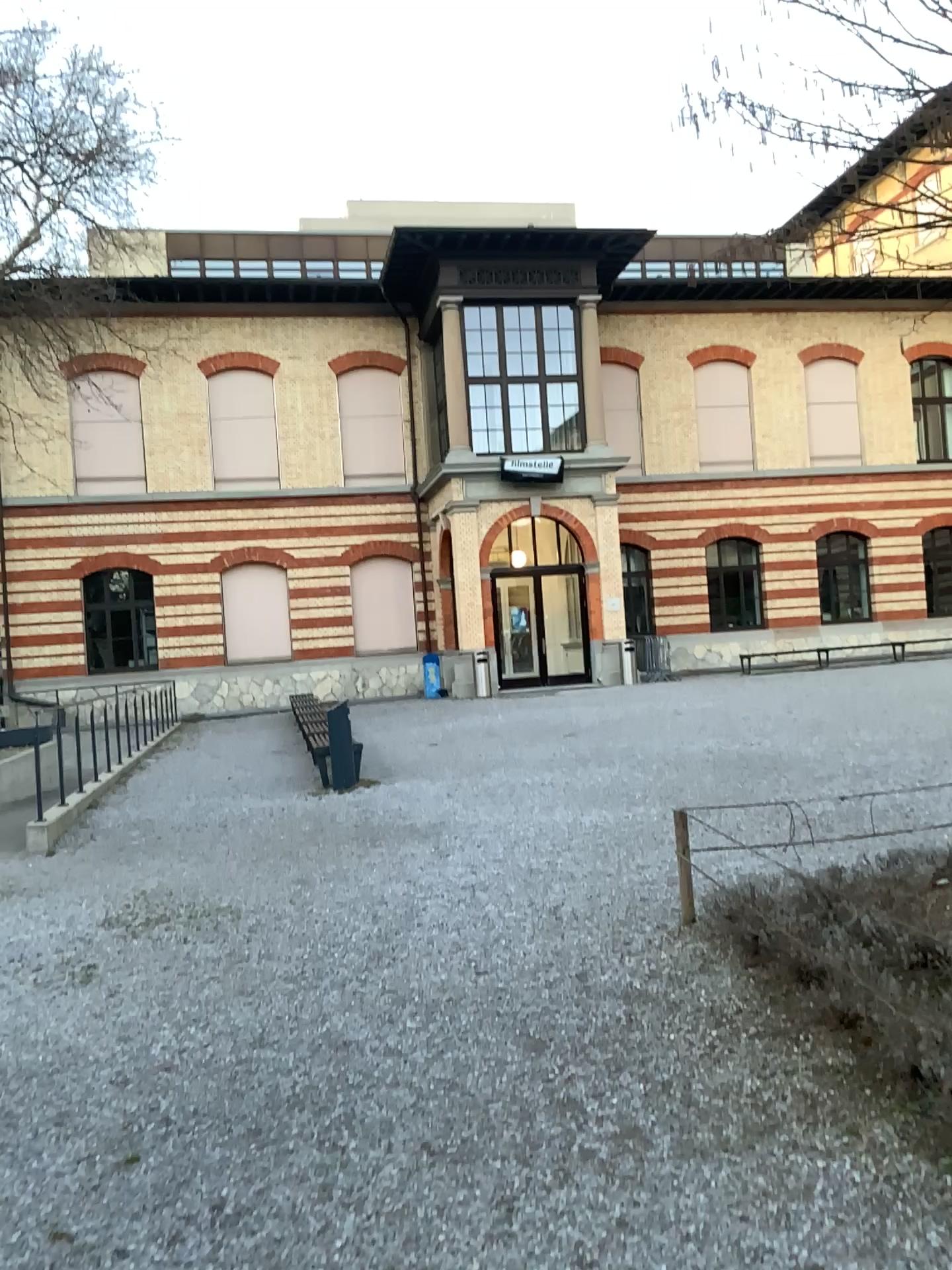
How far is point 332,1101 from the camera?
3.7 meters
